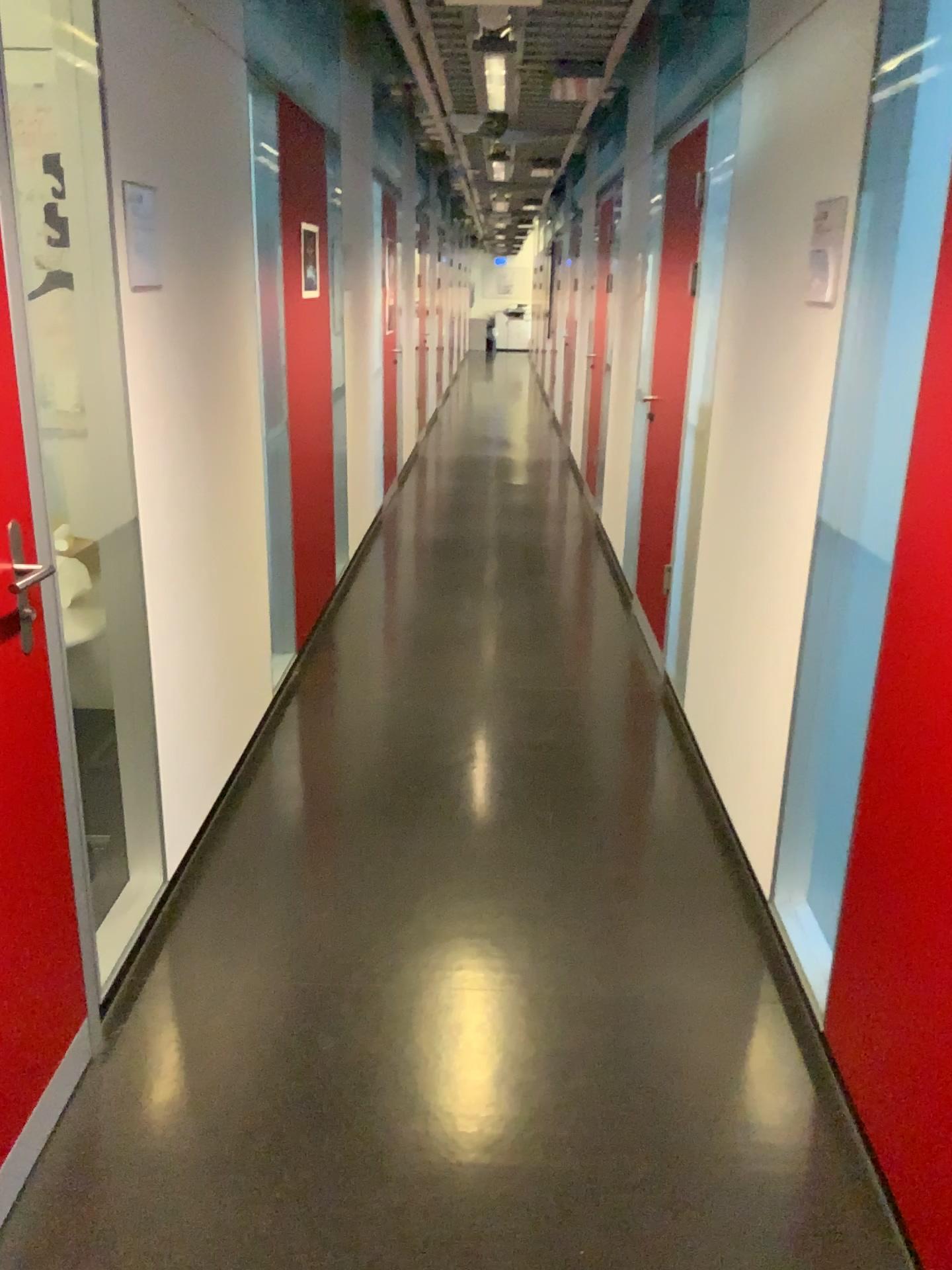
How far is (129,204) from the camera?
2.26m

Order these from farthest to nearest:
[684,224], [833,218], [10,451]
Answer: [684,224] → [833,218] → [10,451]

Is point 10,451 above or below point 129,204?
below

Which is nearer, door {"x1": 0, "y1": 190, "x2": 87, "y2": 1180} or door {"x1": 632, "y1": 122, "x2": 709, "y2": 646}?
door {"x1": 0, "y1": 190, "x2": 87, "y2": 1180}

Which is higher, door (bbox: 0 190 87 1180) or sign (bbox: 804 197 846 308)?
sign (bbox: 804 197 846 308)

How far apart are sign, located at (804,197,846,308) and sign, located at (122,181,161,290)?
1.5m

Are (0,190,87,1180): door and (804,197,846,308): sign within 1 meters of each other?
no

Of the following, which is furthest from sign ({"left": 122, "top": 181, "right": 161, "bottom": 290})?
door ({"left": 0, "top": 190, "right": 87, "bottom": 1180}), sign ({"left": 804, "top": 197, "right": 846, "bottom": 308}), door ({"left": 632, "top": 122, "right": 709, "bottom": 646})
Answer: door ({"left": 632, "top": 122, "right": 709, "bottom": 646})

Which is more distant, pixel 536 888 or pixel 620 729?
pixel 620 729

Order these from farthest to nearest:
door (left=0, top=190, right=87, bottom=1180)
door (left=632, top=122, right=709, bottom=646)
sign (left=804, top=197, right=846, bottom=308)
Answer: door (left=632, top=122, right=709, bottom=646), sign (left=804, top=197, right=846, bottom=308), door (left=0, top=190, right=87, bottom=1180)
